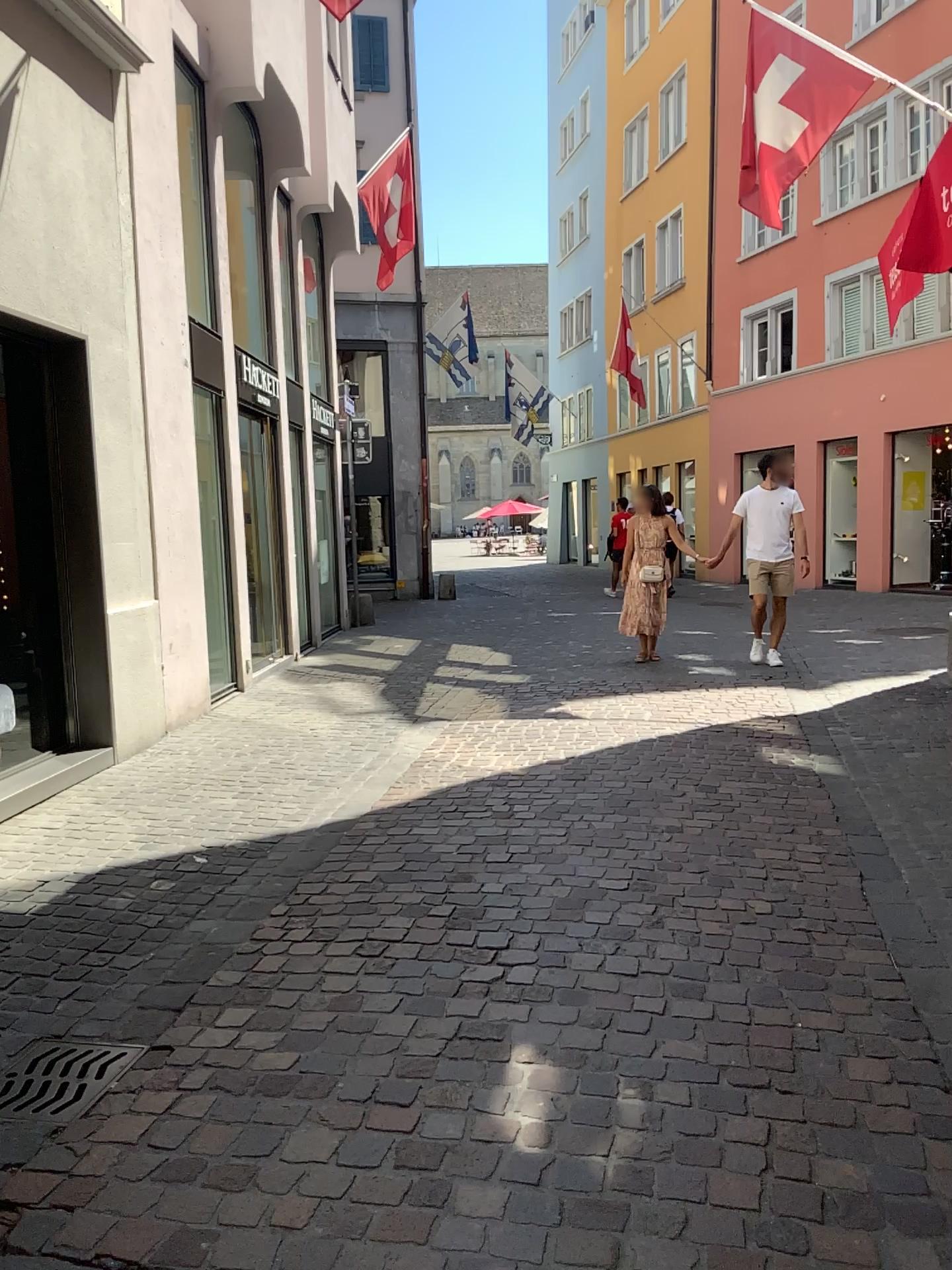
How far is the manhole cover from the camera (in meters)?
2.54

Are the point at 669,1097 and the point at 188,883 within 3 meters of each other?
yes

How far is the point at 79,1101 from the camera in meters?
2.5
